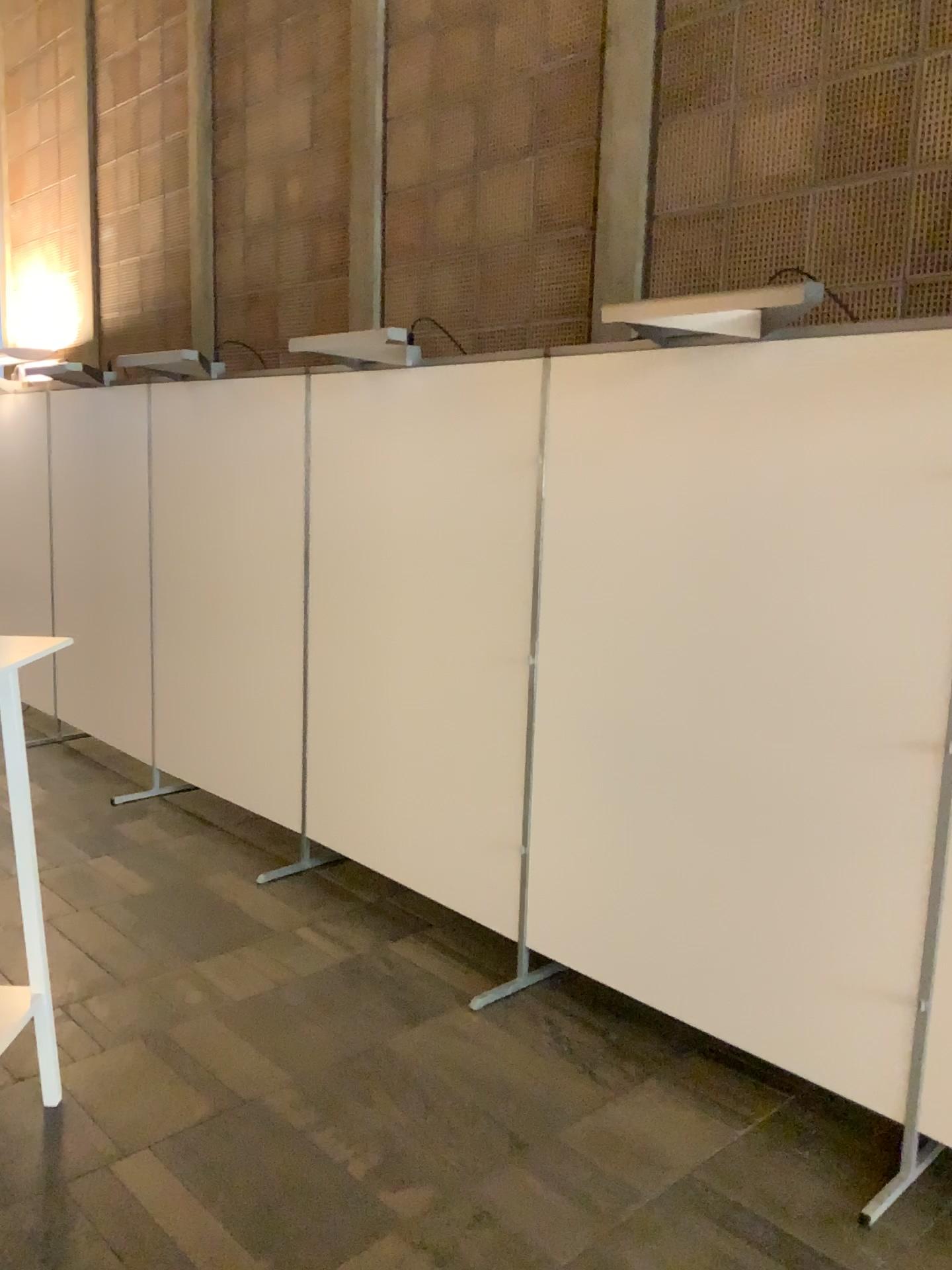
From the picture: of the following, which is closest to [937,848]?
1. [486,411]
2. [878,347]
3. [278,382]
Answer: [878,347]

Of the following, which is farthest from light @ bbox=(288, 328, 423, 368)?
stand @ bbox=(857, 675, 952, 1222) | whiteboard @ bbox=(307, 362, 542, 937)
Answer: stand @ bbox=(857, 675, 952, 1222)

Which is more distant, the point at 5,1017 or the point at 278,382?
the point at 278,382

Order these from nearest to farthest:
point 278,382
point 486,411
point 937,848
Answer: point 937,848 → point 486,411 → point 278,382

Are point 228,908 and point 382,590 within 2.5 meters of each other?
yes

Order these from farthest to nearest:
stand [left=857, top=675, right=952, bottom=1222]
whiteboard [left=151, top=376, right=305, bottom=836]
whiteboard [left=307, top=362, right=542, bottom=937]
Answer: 1. whiteboard [left=151, top=376, right=305, bottom=836]
2. whiteboard [left=307, top=362, right=542, bottom=937]
3. stand [left=857, top=675, right=952, bottom=1222]

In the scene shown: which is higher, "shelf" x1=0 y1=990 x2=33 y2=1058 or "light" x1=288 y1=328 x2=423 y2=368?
"light" x1=288 y1=328 x2=423 y2=368

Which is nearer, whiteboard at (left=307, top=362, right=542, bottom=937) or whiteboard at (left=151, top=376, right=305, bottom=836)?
whiteboard at (left=307, top=362, right=542, bottom=937)

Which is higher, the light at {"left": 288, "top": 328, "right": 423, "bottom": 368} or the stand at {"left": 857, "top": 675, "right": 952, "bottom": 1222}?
the light at {"left": 288, "top": 328, "right": 423, "bottom": 368}

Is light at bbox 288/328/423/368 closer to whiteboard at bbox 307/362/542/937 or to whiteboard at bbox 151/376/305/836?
whiteboard at bbox 307/362/542/937
